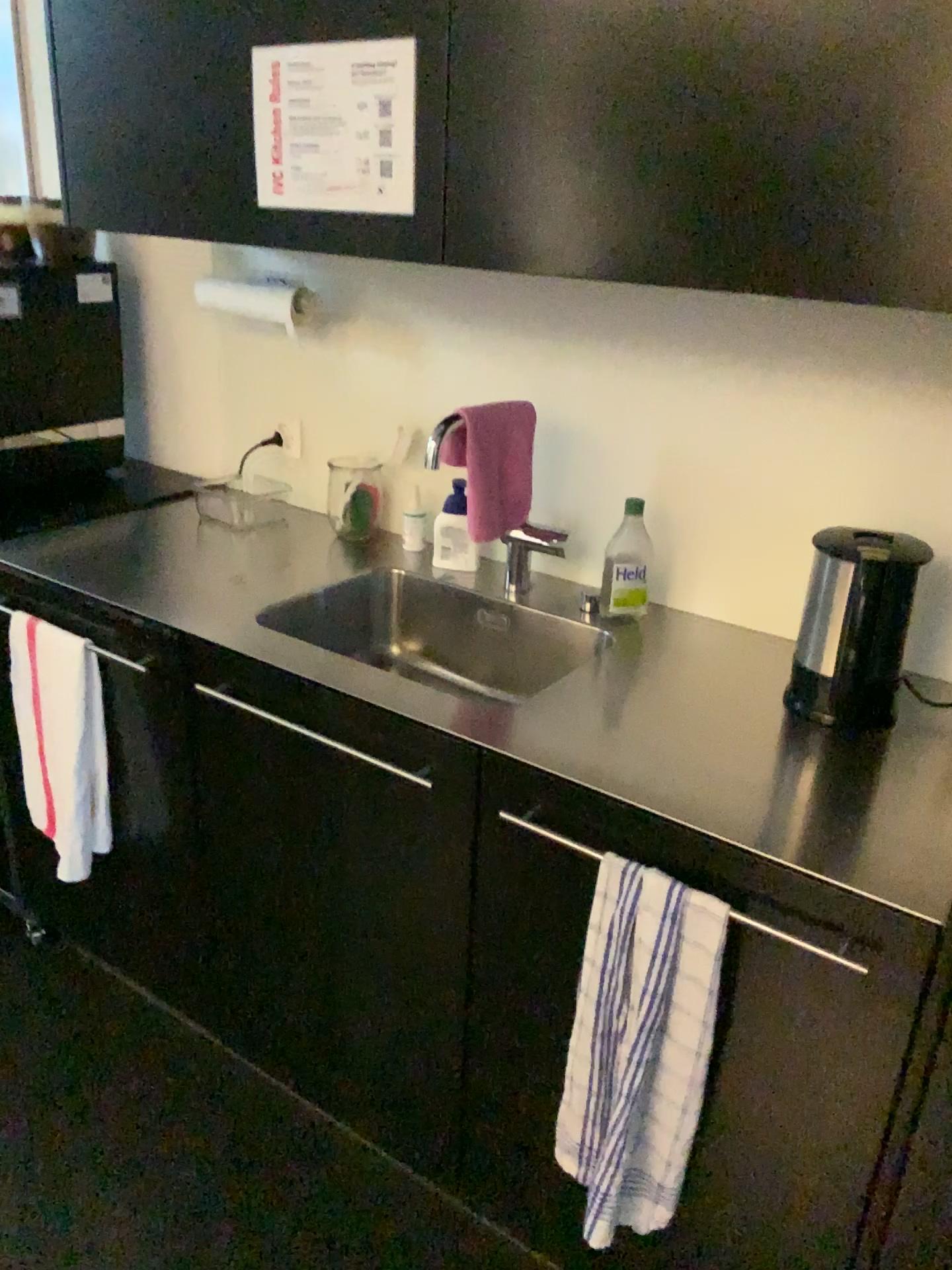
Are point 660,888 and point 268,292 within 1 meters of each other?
no

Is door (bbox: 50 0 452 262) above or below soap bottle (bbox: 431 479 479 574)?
above

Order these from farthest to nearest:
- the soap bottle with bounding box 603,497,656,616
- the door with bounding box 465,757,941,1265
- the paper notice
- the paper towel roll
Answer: the paper towel roll, the soap bottle with bounding box 603,497,656,616, the paper notice, the door with bounding box 465,757,941,1265

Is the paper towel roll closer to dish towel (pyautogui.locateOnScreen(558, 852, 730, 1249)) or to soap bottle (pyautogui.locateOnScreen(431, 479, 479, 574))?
soap bottle (pyautogui.locateOnScreen(431, 479, 479, 574))

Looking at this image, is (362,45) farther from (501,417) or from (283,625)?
(283,625)

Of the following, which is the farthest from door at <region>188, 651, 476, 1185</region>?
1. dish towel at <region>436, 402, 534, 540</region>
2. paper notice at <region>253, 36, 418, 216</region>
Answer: paper notice at <region>253, 36, 418, 216</region>

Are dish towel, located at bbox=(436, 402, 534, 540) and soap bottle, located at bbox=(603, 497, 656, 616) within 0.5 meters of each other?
yes

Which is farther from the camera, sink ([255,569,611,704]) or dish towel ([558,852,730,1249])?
sink ([255,569,611,704])

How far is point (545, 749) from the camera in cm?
130

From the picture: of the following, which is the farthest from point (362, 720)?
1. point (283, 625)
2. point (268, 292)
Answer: point (268, 292)
